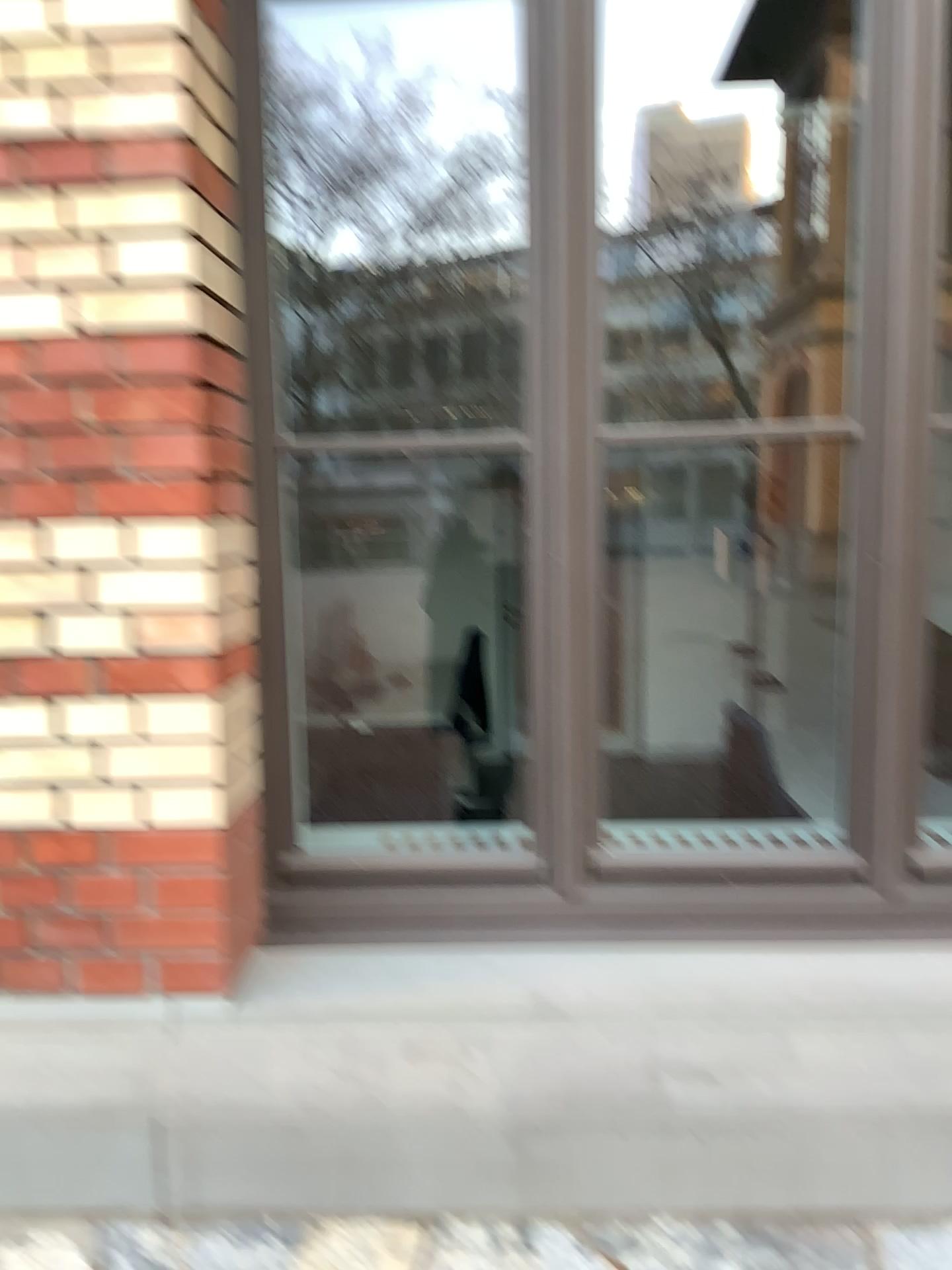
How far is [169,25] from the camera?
1.6m

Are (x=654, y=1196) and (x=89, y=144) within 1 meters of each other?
no

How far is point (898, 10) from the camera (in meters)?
1.72

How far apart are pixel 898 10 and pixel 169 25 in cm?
117

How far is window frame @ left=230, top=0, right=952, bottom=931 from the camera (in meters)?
1.72

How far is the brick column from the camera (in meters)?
1.56
